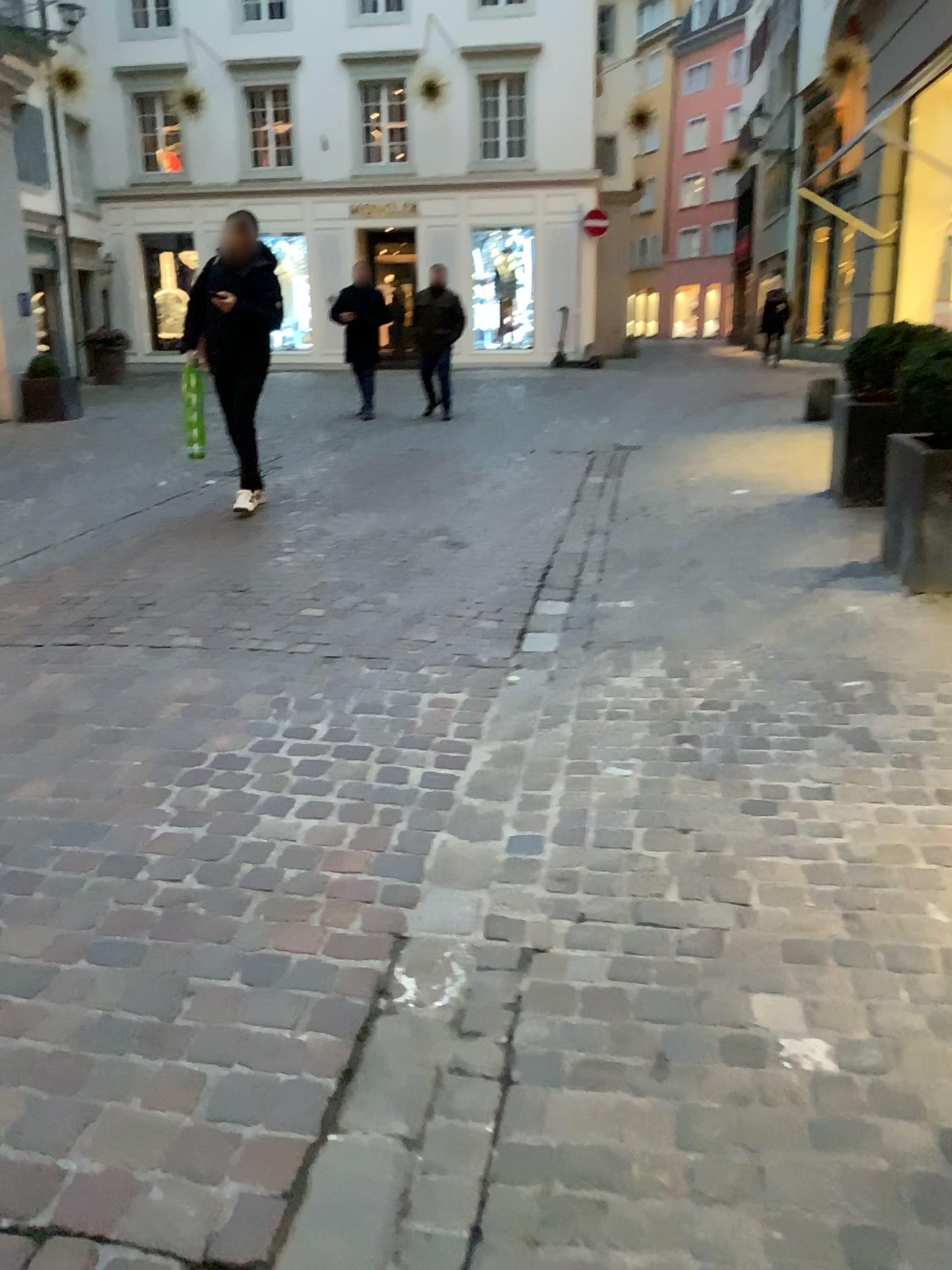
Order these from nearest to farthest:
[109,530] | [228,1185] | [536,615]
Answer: [228,1185], [536,615], [109,530]
